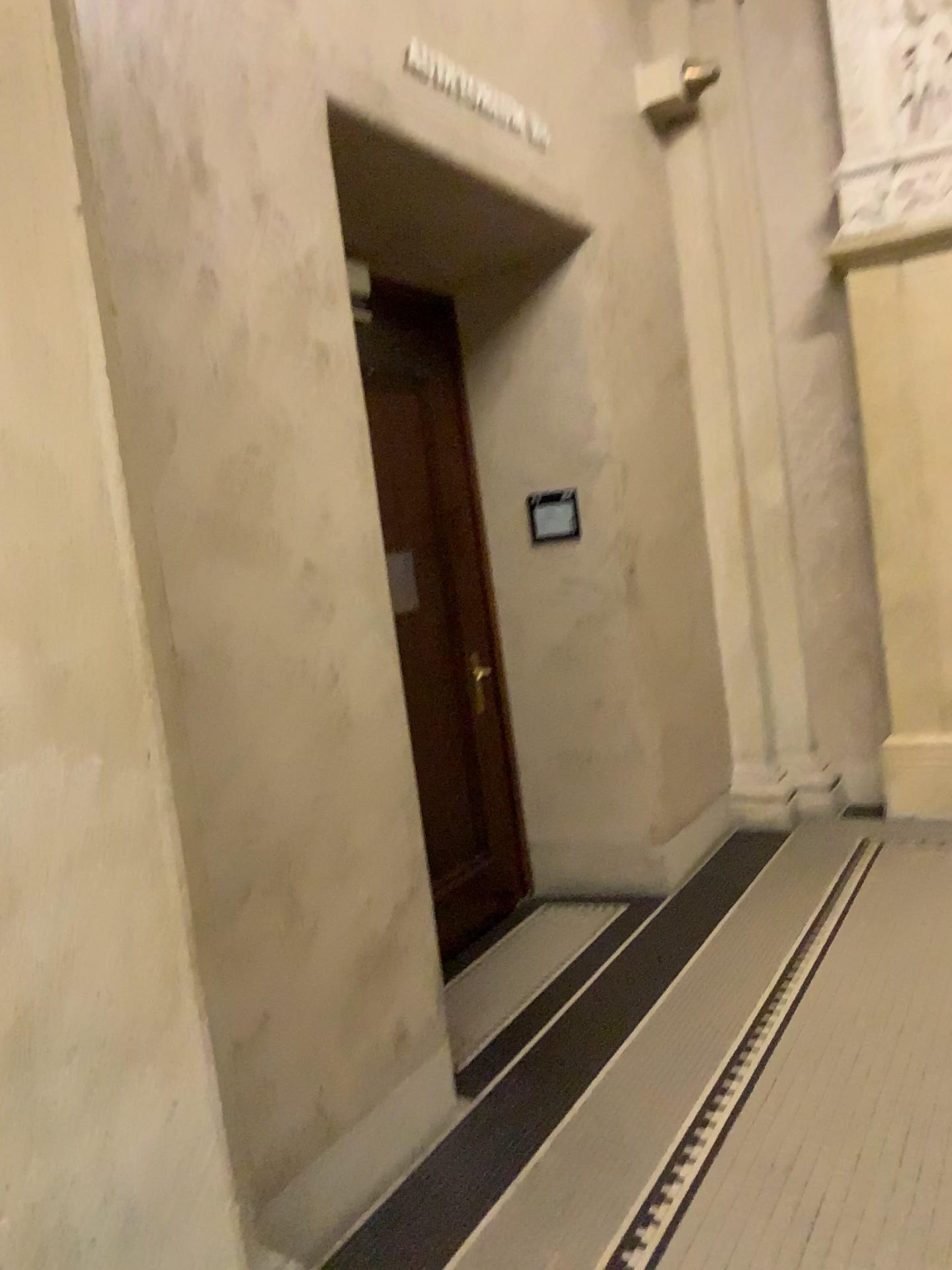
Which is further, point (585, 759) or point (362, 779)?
point (585, 759)

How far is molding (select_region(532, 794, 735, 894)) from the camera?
4.4m

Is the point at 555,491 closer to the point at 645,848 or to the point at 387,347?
the point at 387,347

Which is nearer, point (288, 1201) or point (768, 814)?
point (288, 1201)

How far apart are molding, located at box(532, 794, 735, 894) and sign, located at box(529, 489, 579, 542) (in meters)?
1.31

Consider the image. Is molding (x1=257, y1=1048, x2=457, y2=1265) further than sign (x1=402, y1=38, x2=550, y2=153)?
No

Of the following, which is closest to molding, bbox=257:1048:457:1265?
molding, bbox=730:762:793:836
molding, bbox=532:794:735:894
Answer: molding, bbox=532:794:735:894

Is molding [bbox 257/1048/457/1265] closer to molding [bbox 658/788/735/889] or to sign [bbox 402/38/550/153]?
molding [bbox 658/788/735/889]

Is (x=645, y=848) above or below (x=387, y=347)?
below

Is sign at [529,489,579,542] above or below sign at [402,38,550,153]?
below
